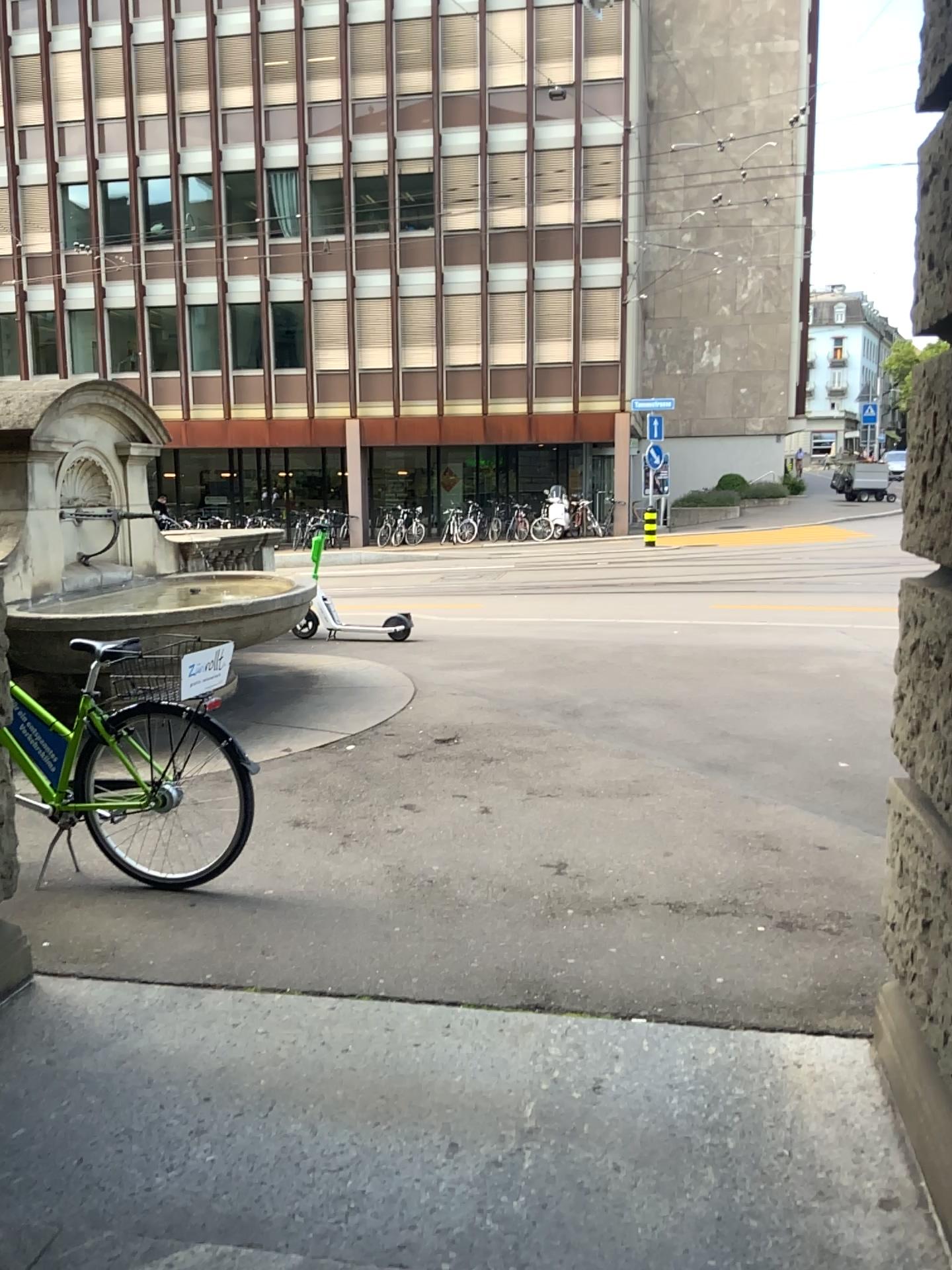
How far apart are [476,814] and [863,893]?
A: 1.7m
